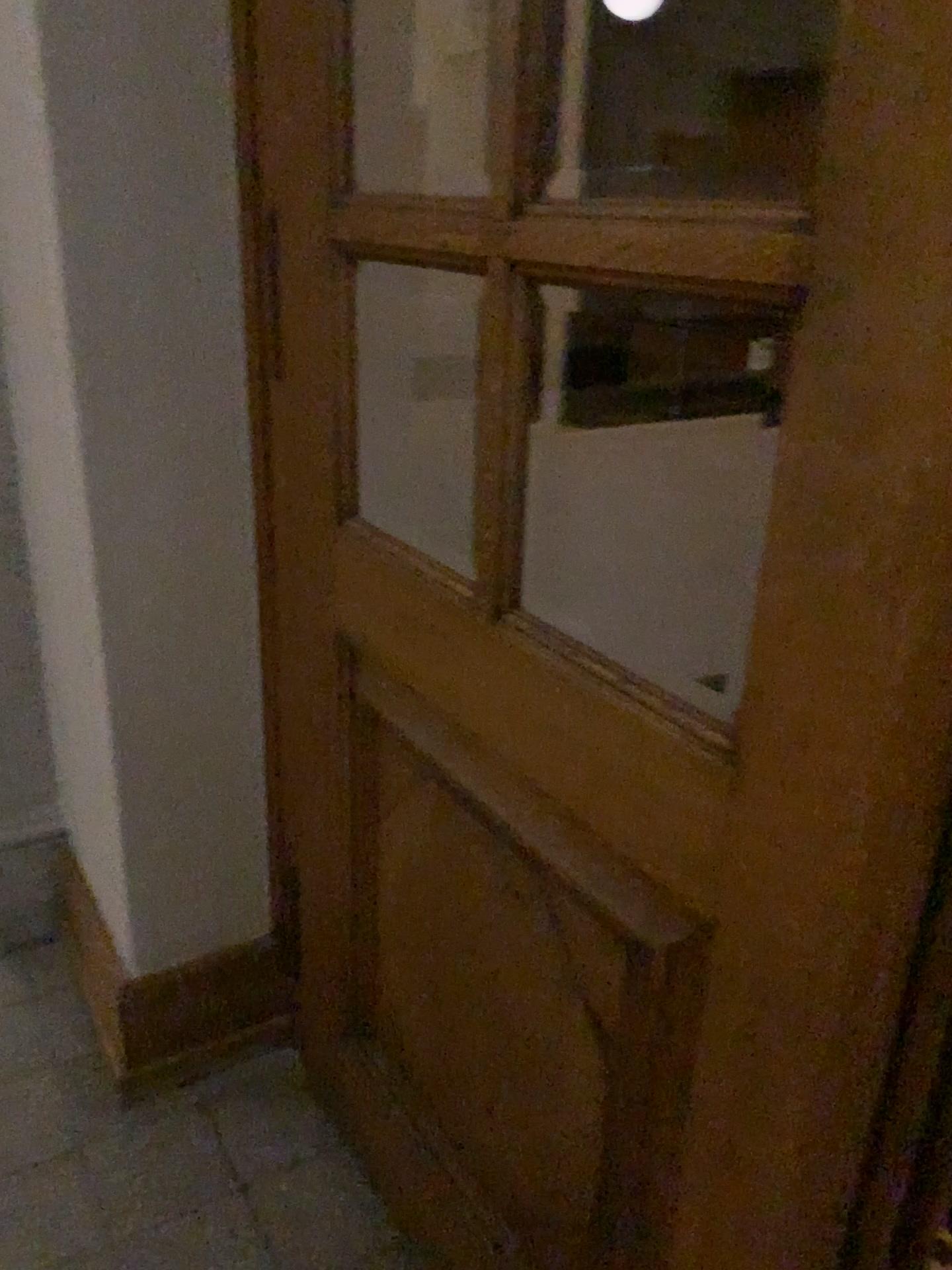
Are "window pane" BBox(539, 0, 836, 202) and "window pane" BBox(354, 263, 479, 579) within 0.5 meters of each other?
no

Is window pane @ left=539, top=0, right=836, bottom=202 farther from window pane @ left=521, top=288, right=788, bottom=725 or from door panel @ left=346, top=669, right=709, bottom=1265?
door panel @ left=346, top=669, right=709, bottom=1265

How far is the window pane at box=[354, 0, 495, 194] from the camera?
1.49m

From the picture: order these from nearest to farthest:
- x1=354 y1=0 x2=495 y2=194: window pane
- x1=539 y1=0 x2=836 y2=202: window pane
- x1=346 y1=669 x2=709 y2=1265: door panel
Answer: x1=346 y1=669 x2=709 y2=1265: door panel
x1=354 y1=0 x2=495 y2=194: window pane
x1=539 y1=0 x2=836 y2=202: window pane

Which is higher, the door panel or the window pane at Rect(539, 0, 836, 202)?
the window pane at Rect(539, 0, 836, 202)

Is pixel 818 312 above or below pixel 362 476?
above

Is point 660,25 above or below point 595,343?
above

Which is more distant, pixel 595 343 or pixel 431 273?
pixel 595 343

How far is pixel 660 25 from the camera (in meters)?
2.38

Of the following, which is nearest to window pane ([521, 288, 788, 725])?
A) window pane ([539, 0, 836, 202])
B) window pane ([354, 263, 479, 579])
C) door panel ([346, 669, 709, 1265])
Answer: window pane ([539, 0, 836, 202])
